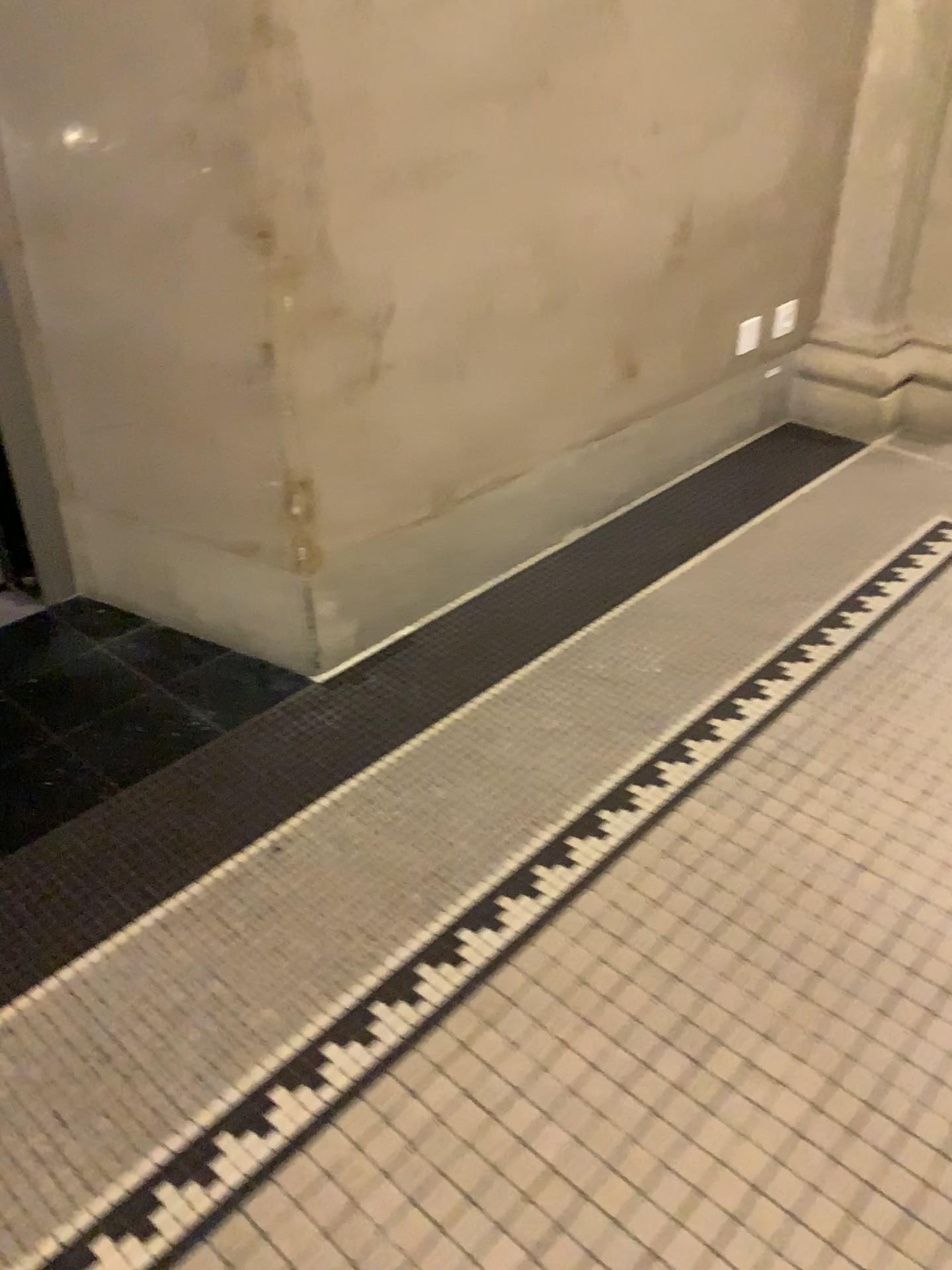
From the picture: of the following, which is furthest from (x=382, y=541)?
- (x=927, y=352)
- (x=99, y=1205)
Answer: (x=927, y=352)

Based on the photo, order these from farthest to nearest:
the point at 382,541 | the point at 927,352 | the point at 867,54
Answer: the point at 927,352 < the point at 867,54 < the point at 382,541

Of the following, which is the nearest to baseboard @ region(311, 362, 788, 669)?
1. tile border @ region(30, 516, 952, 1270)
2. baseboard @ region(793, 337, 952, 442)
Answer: baseboard @ region(793, 337, 952, 442)

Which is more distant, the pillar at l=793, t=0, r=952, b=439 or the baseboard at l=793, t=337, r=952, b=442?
the baseboard at l=793, t=337, r=952, b=442

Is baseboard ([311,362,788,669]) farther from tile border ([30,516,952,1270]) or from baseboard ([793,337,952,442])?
tile border ([30,516,952,1270])

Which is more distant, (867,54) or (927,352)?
(927,352)

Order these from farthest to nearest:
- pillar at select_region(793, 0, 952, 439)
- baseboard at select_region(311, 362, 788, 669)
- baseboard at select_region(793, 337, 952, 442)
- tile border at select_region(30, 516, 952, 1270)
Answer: baseboard at select_region(793, 337, 952, 442)
pillar at select_region(793, 0, 952, 439)
baseboard at select_region(311, 362, 788, 669)
tile border at select_region(30, 516, 952, 1270)

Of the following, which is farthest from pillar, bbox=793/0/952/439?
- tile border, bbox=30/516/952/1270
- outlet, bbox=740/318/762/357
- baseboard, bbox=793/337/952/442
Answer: tile border, bbox=30/516/952/1270

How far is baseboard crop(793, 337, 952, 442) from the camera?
2.83m

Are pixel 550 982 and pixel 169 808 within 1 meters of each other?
yes
